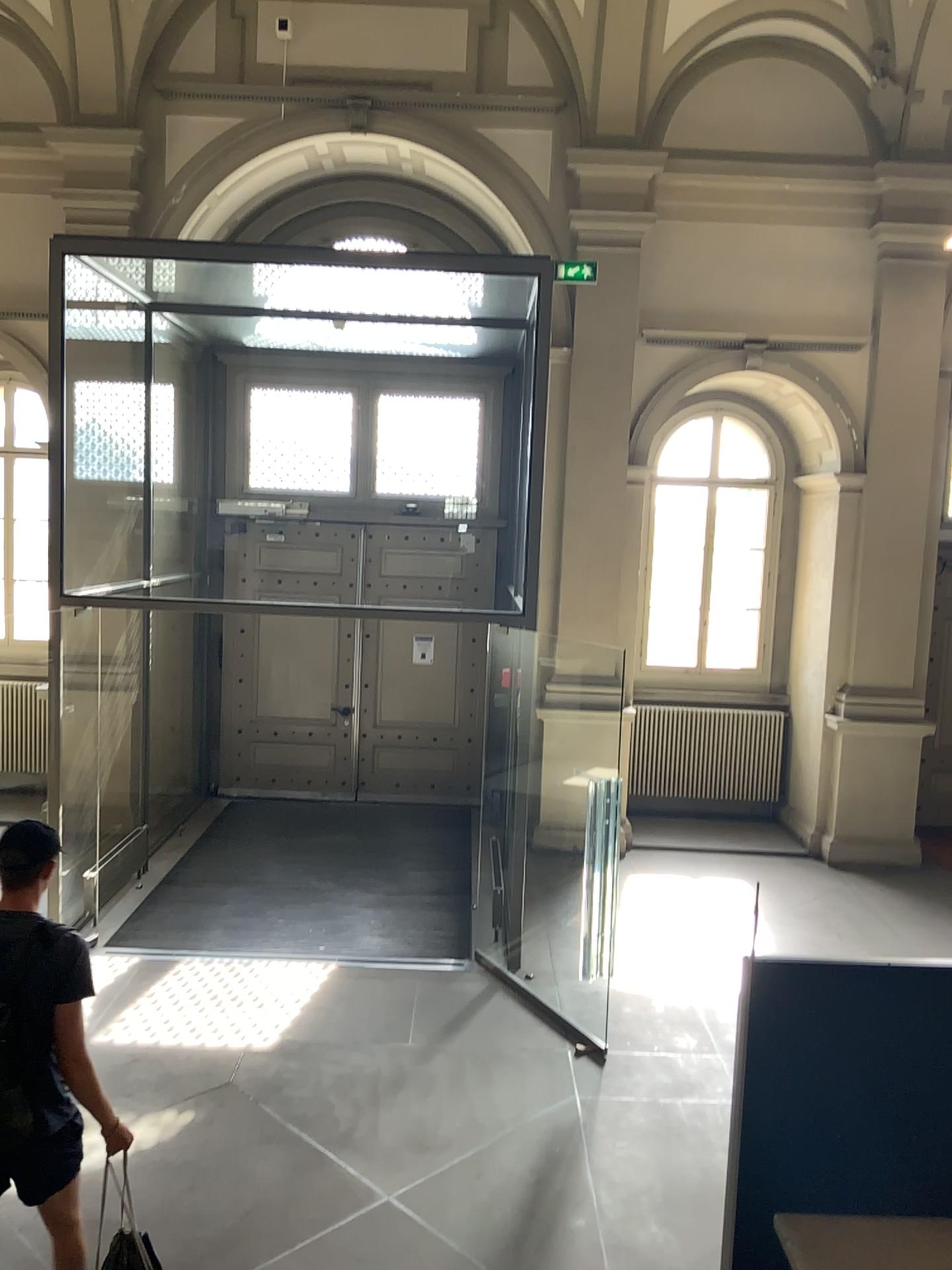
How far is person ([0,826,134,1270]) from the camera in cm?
306

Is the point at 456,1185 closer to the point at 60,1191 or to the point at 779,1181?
the point at 60,1191

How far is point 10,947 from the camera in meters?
3.1
